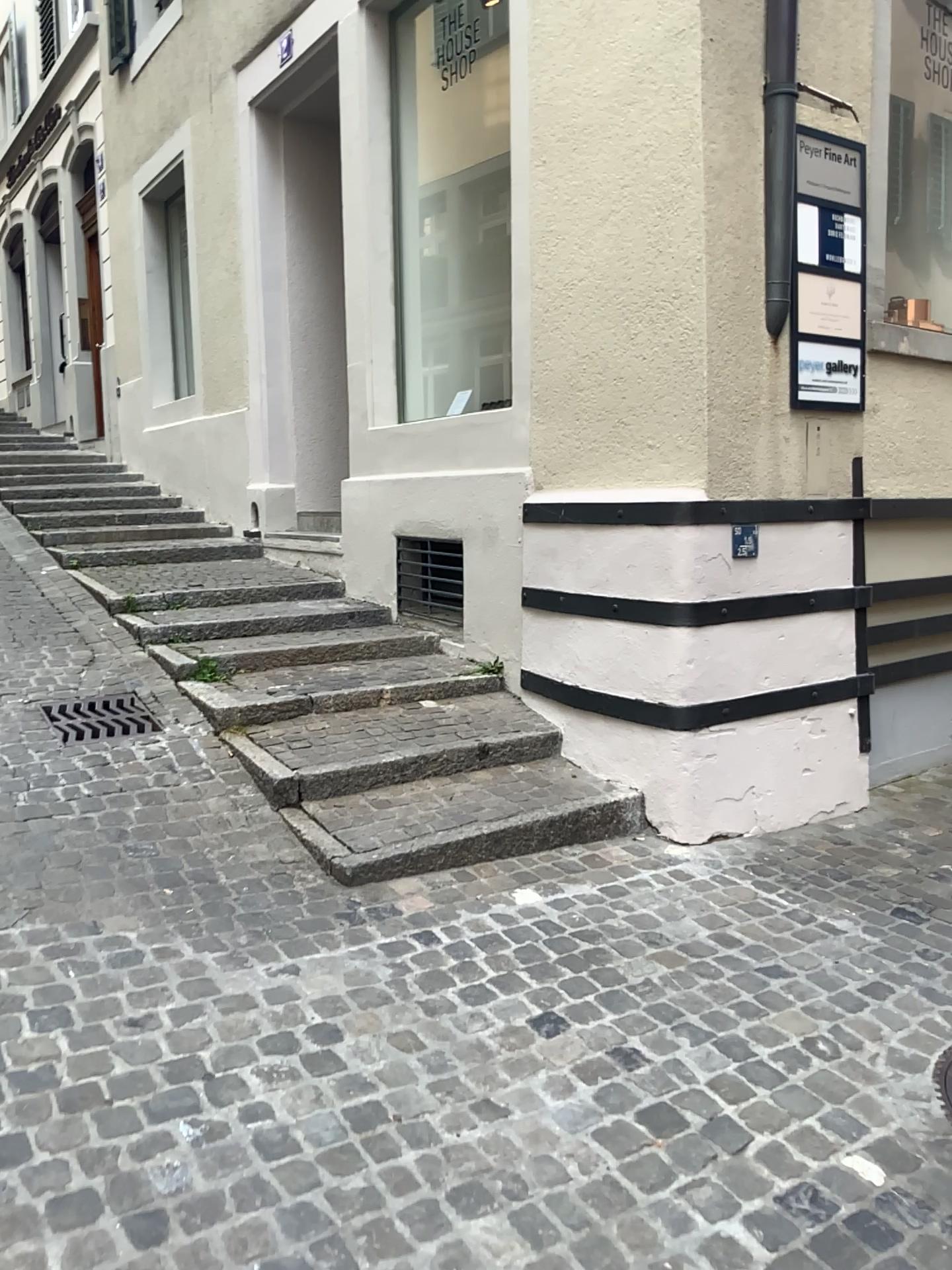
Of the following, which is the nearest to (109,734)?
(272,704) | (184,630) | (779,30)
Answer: (272,704)

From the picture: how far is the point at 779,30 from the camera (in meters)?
3.77

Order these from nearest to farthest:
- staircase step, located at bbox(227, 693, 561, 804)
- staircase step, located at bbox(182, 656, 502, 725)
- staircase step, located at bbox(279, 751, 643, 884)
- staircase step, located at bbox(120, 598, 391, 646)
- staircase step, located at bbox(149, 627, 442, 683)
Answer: staircase step, located at bbox(279, 751, 643, 884) → staircase step, located at bbox(227, 693, 561, 804) → staircase step, located at bbox(182, 656, 502, 725) → staircase step, located at bbox(149, 627, 442, 683) → staircase step, located at bbox(120, 598, 391, 646)

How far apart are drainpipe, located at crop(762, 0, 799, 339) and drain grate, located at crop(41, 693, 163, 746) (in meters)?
2.78

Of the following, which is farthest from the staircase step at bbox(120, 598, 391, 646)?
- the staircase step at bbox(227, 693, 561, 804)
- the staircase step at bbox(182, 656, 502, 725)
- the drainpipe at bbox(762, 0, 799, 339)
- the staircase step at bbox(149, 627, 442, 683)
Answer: the drainpipe at bbox(762, 0, 799, 339)

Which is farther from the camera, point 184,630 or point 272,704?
point 184,630

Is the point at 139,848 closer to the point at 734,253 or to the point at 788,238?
the point at 734,253

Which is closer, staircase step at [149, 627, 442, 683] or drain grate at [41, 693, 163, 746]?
drain grate at [41, 693, 163, 746]

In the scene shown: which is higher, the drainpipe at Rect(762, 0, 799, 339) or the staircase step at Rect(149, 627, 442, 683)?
the drainpipe at Rect(762, 0, 799, 339)

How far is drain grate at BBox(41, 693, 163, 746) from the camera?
4.0 meters
